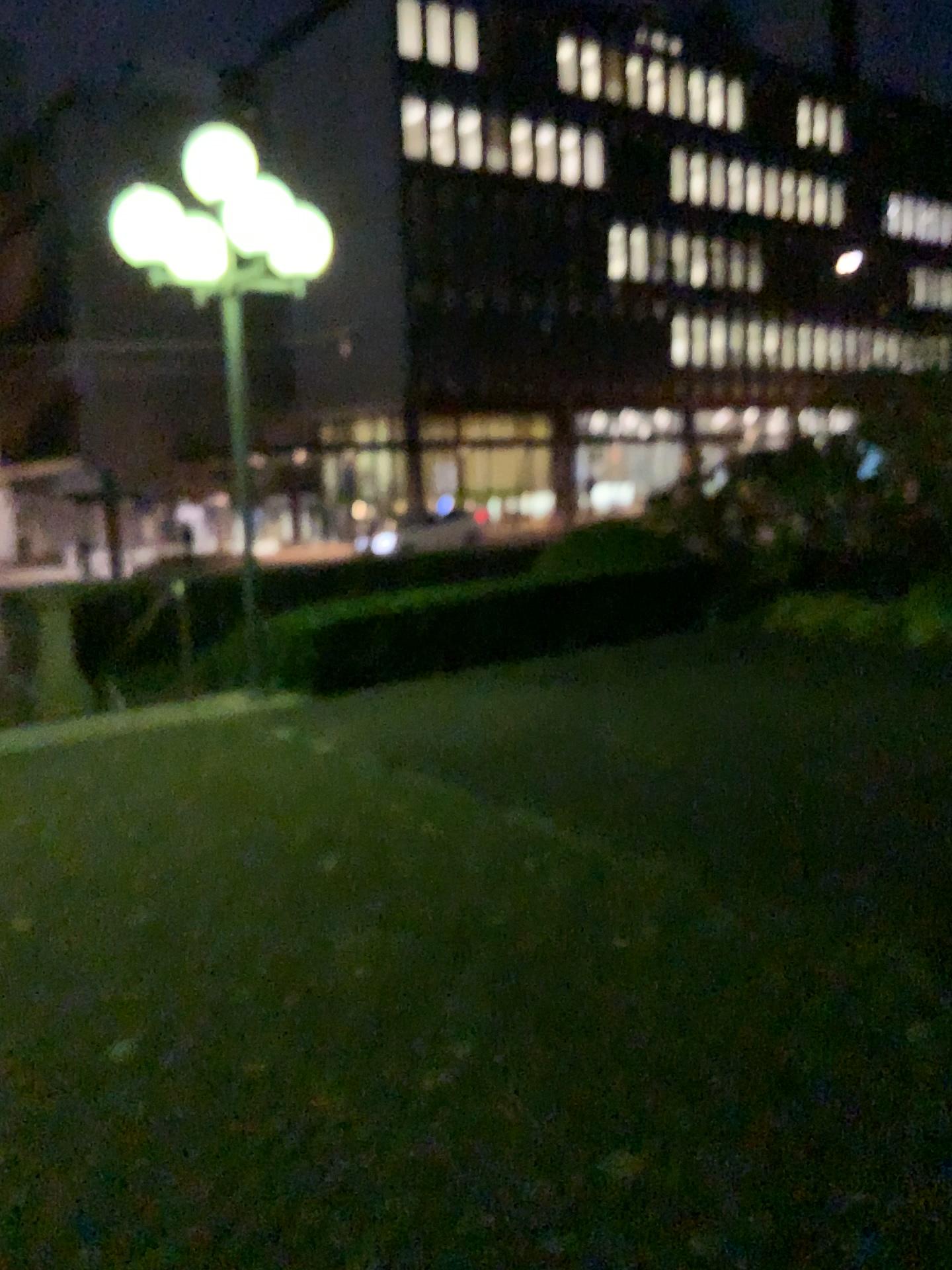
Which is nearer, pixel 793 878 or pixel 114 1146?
pixel 114 1146
